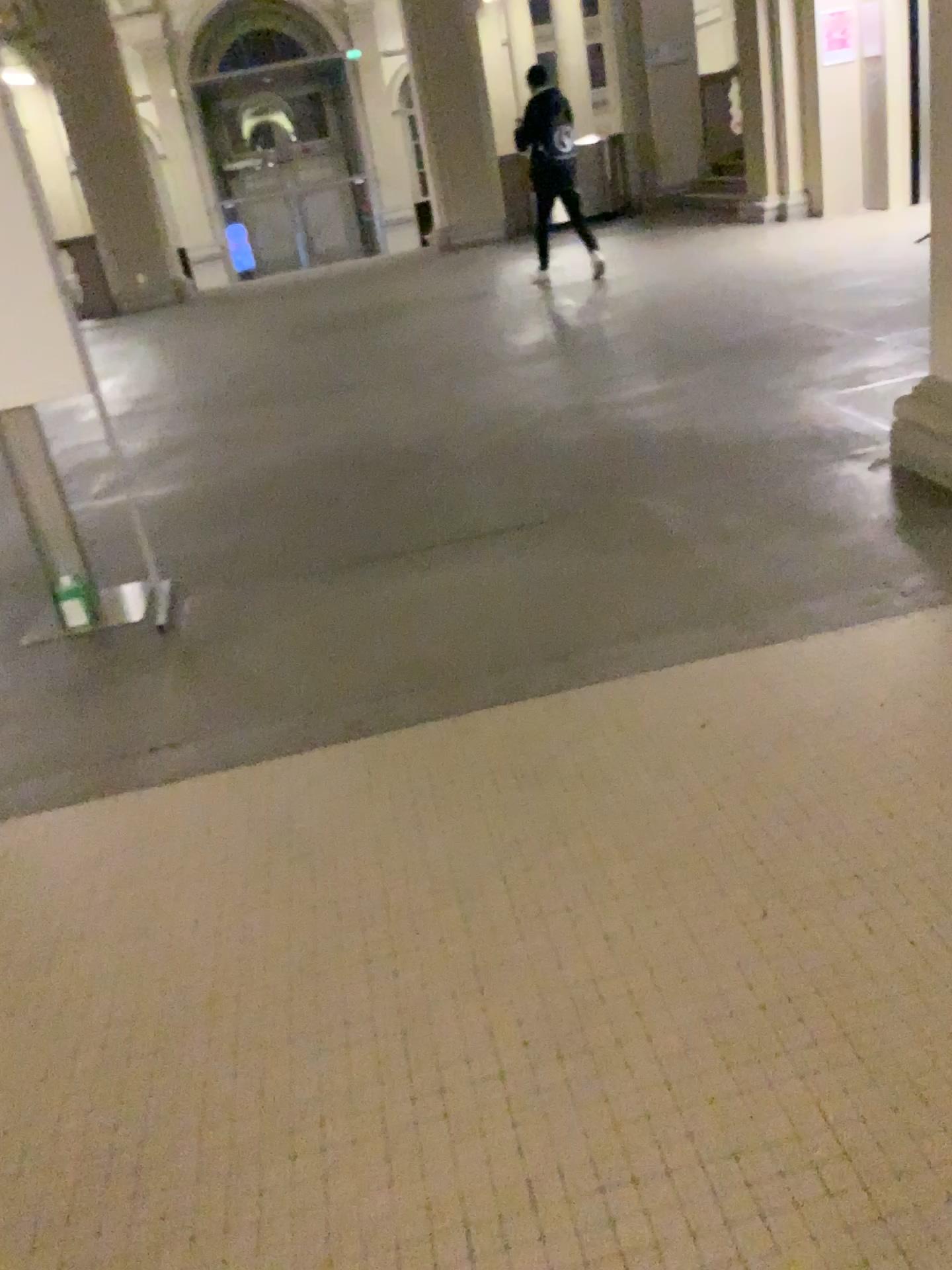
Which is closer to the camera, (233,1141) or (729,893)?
(233,1141)
